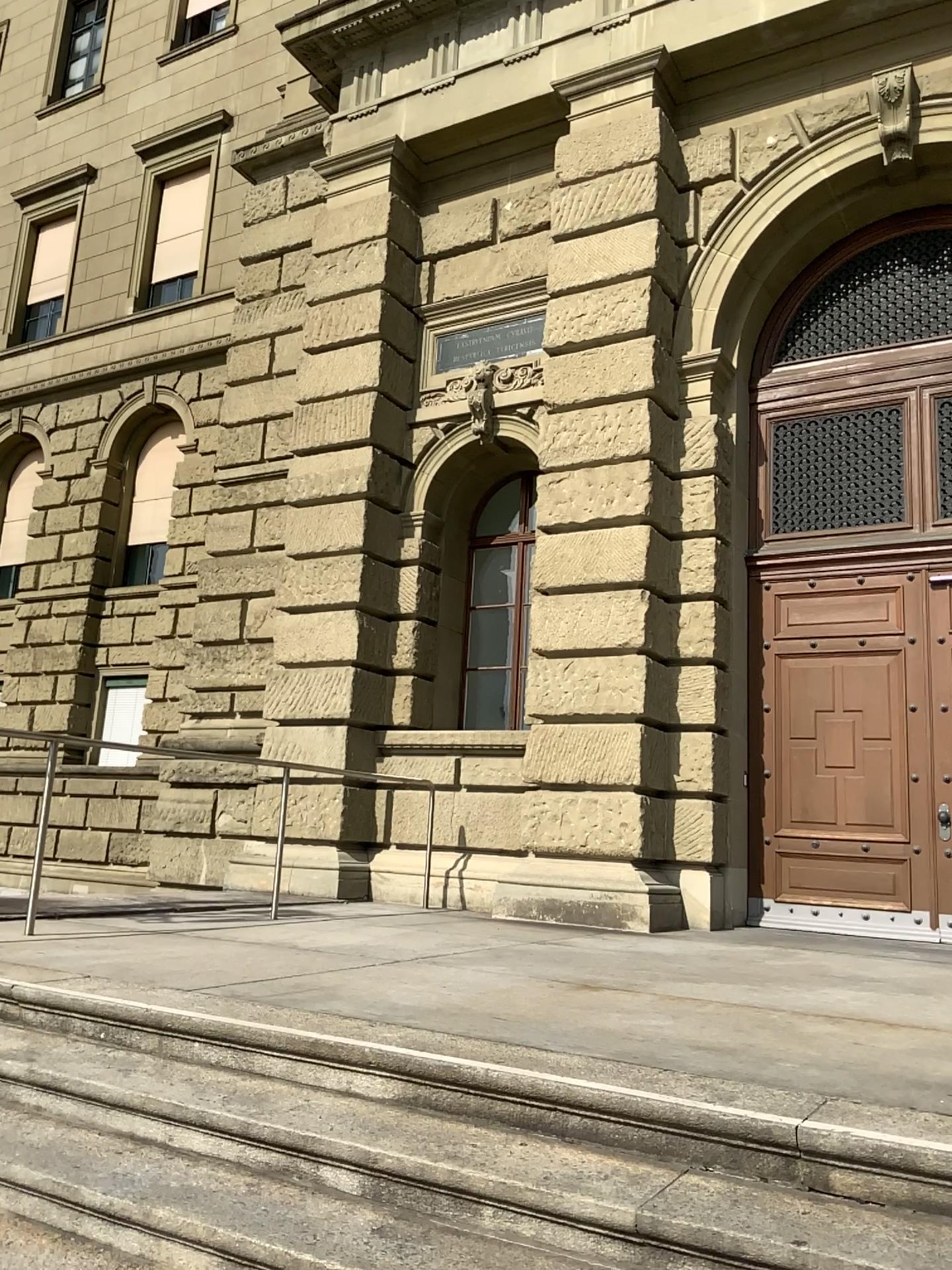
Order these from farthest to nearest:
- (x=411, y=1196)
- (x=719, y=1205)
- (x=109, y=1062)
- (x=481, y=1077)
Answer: (x=109, y=1062), (x=481, y=1077), (x=411, y=1196), (x=719, y=1205)
